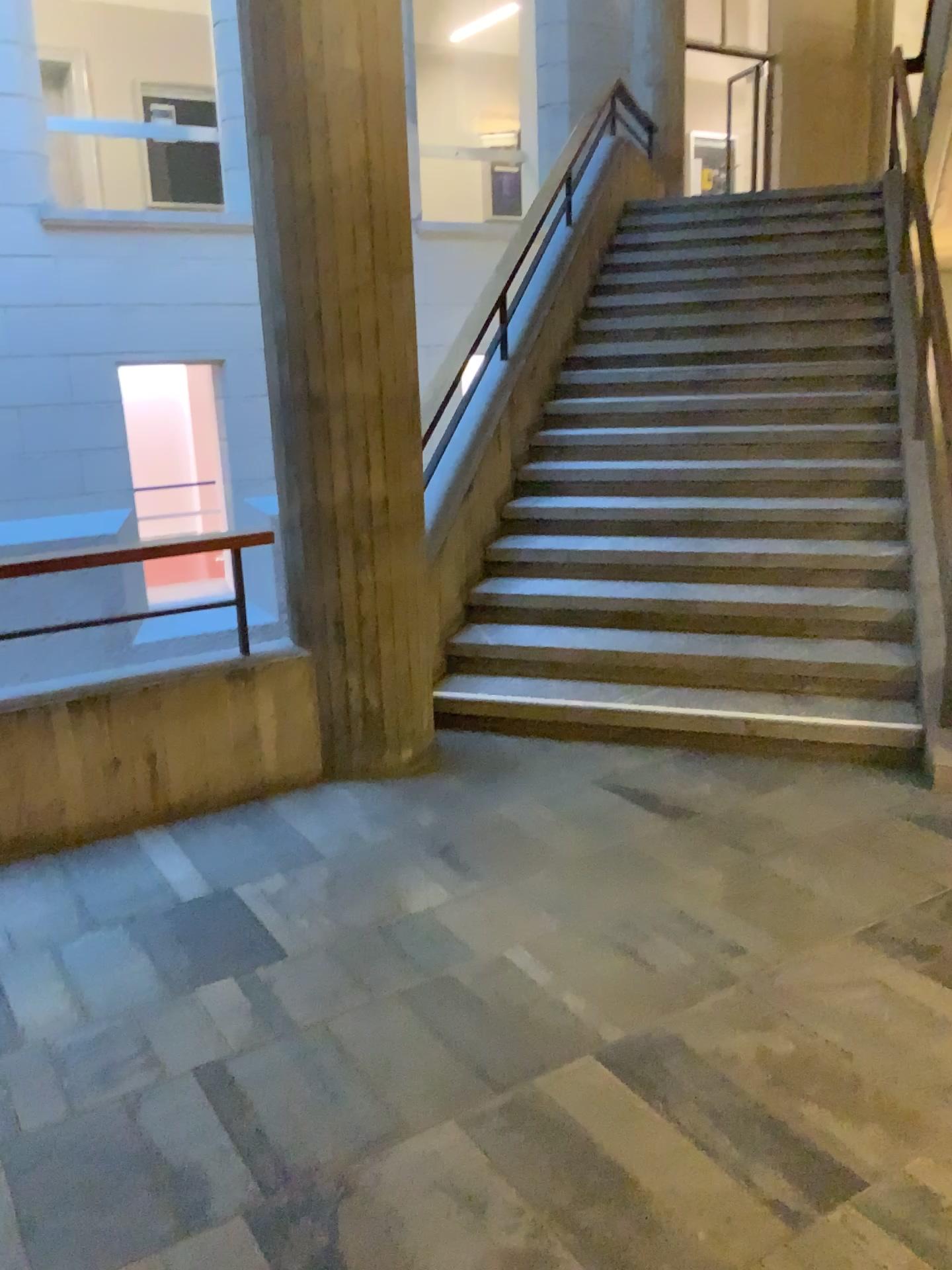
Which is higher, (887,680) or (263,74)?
(263,74)

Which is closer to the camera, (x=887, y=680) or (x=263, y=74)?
(x=263, y=74)

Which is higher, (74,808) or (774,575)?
(774,575)

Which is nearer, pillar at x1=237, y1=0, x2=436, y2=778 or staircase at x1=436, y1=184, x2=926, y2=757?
pillar at x1=237, y1=0, x2=436, y2=778
